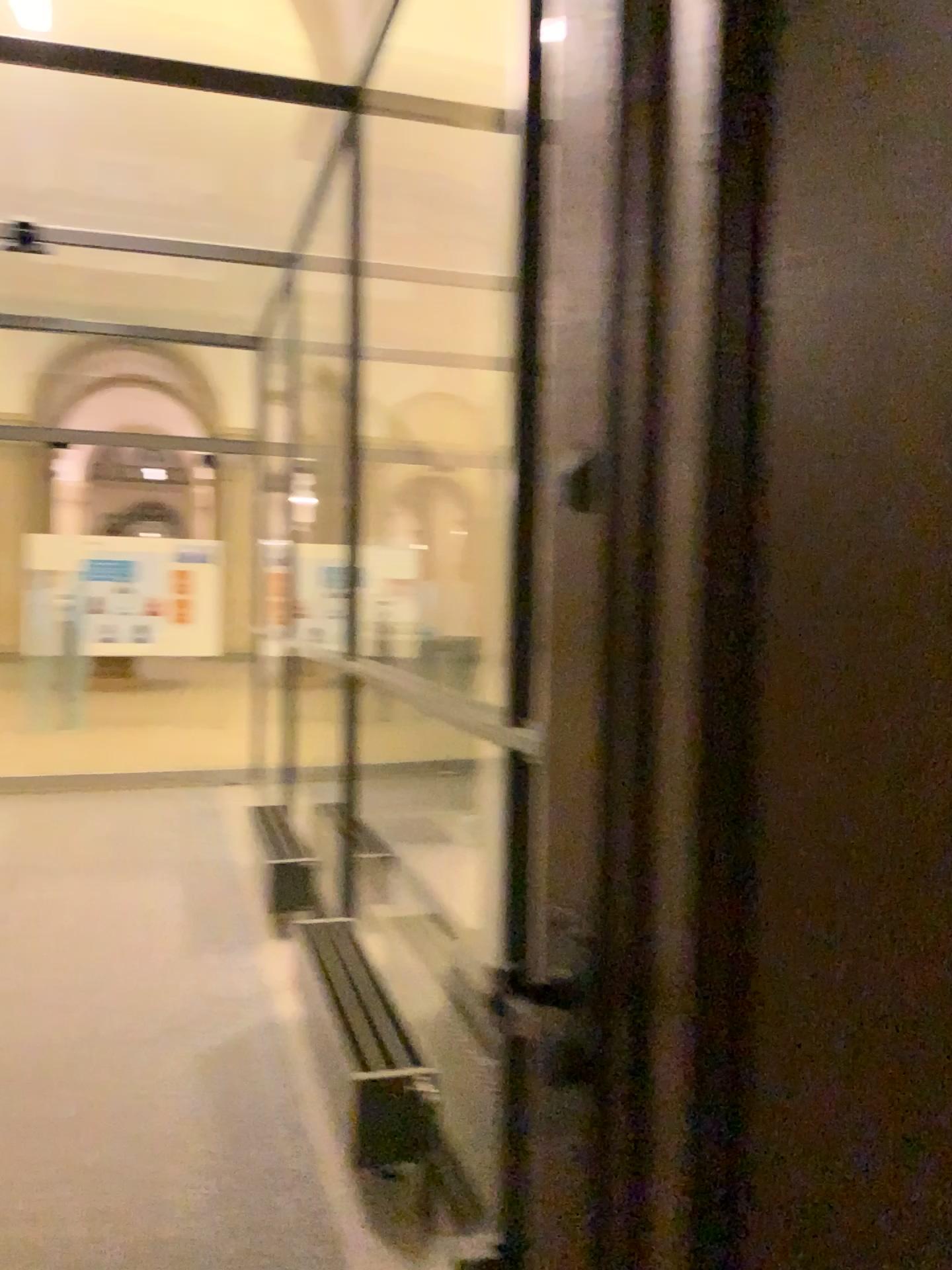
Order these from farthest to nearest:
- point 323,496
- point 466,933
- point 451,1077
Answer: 1. point 323,496
2. point 466,933
3. point 451,1077
